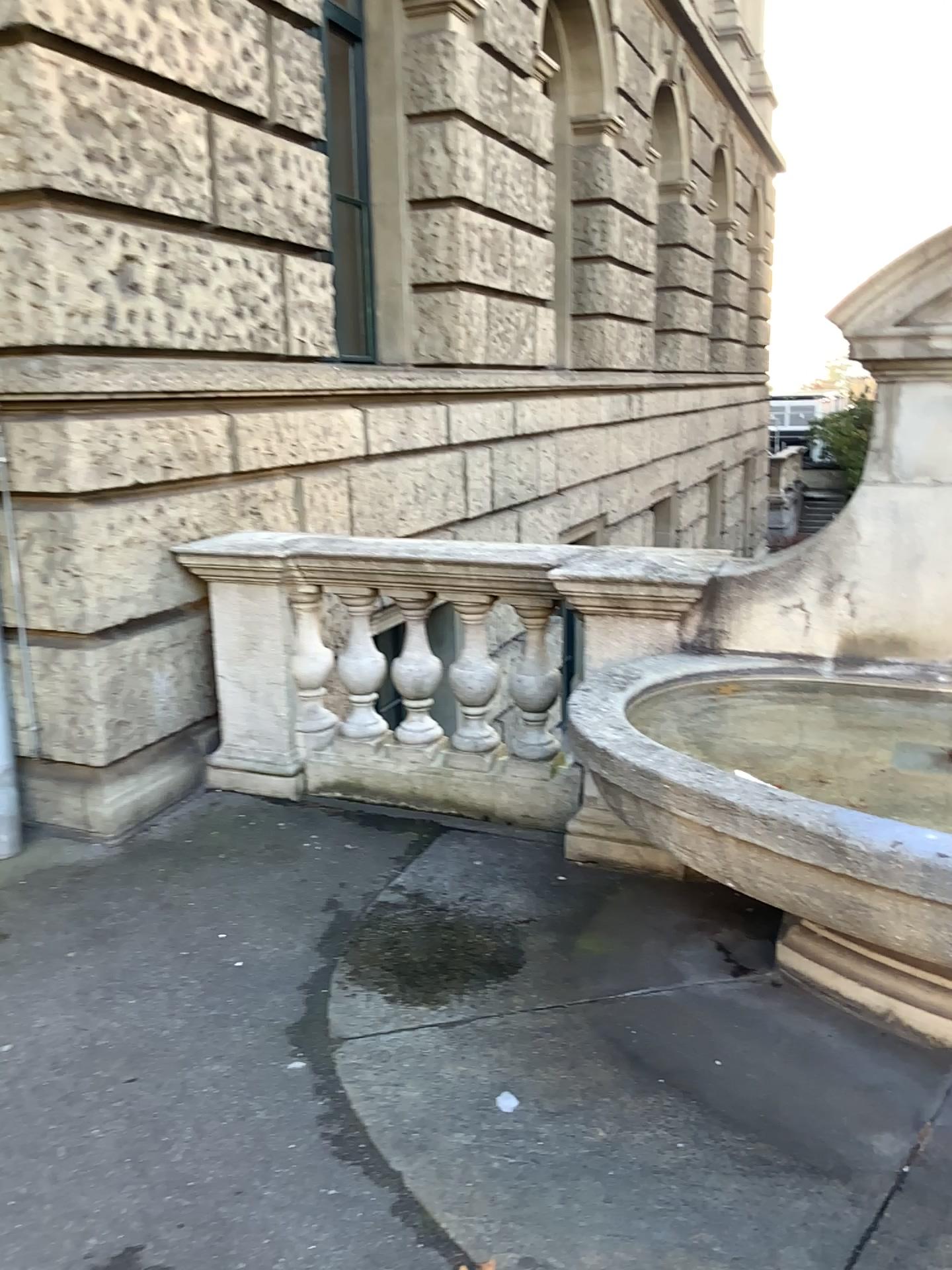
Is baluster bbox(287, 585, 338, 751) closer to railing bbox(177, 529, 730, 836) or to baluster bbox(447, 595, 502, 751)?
railing bbox(177, 529, 730, 836)

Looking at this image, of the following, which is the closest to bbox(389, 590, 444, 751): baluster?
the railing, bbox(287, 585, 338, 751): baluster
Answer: the railing

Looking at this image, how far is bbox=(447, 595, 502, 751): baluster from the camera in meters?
4.1 m

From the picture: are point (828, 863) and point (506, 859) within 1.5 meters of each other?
no

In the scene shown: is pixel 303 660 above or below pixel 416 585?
below

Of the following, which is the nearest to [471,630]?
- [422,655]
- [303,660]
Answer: [422,655]

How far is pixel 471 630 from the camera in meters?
4.1

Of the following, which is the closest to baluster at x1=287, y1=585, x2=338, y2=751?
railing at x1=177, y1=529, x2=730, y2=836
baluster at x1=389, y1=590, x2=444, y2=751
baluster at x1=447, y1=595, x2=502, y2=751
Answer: railing at x1=177, y1=529, x2=730, y2=836

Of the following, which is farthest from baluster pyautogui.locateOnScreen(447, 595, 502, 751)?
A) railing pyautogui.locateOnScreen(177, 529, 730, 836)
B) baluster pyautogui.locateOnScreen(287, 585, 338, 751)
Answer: baluster pyautogui.locateOnScreen(287, 585, 338, 751)

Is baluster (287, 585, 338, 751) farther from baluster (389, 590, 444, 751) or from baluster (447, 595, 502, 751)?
baluster (447, 595, 502, 751)
